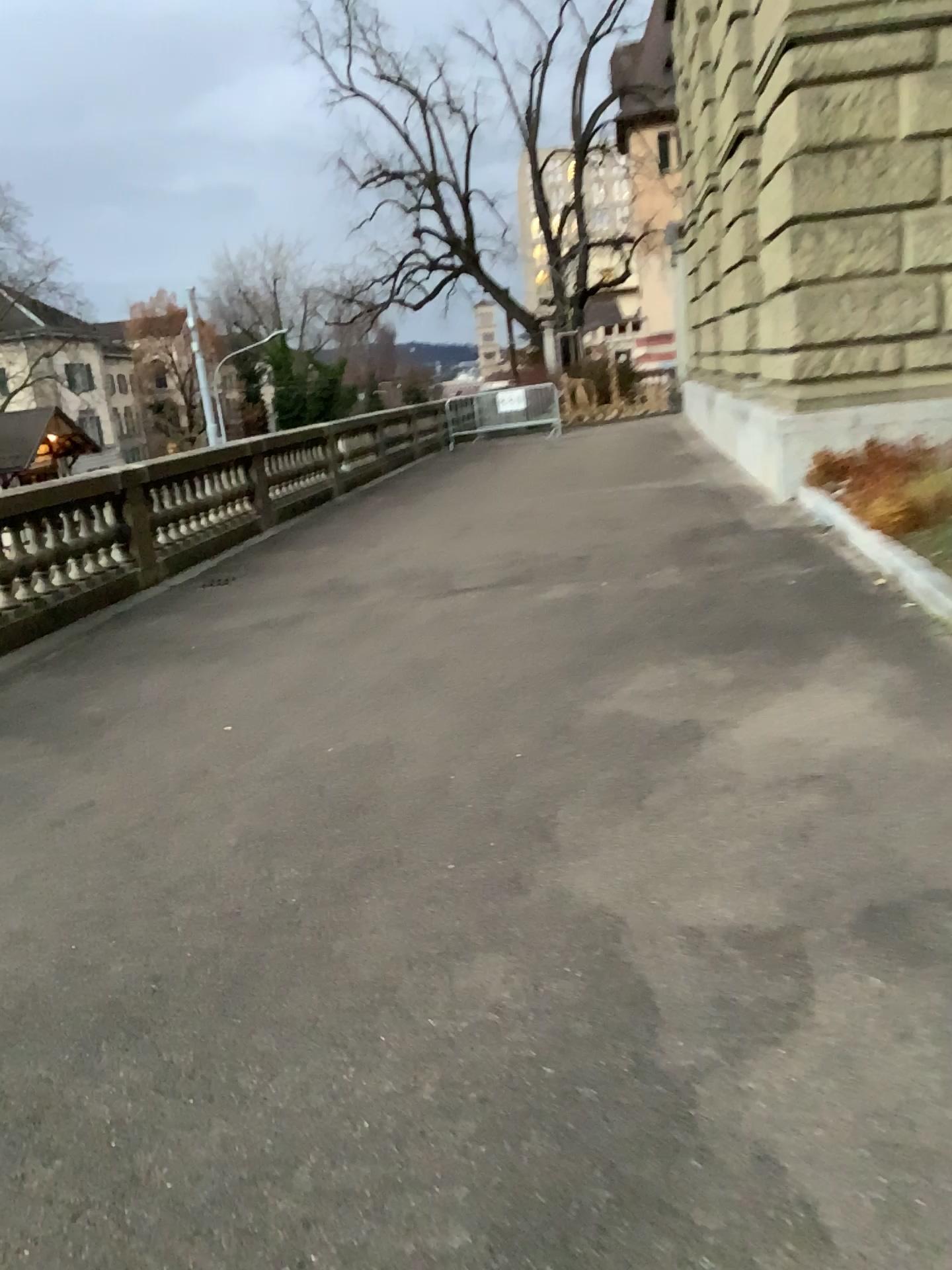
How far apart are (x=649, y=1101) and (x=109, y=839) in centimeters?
231cm
